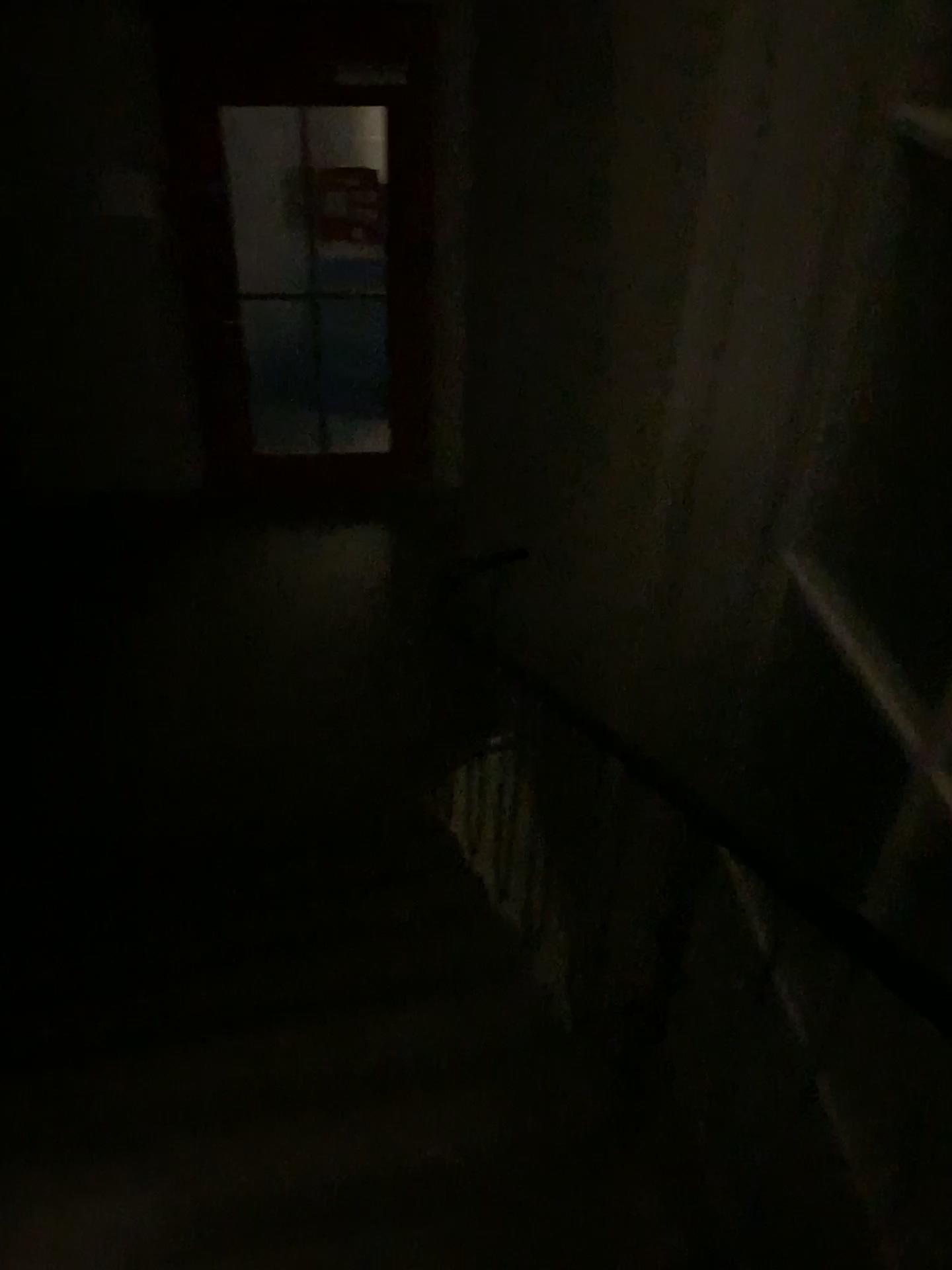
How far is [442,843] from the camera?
3.54m
